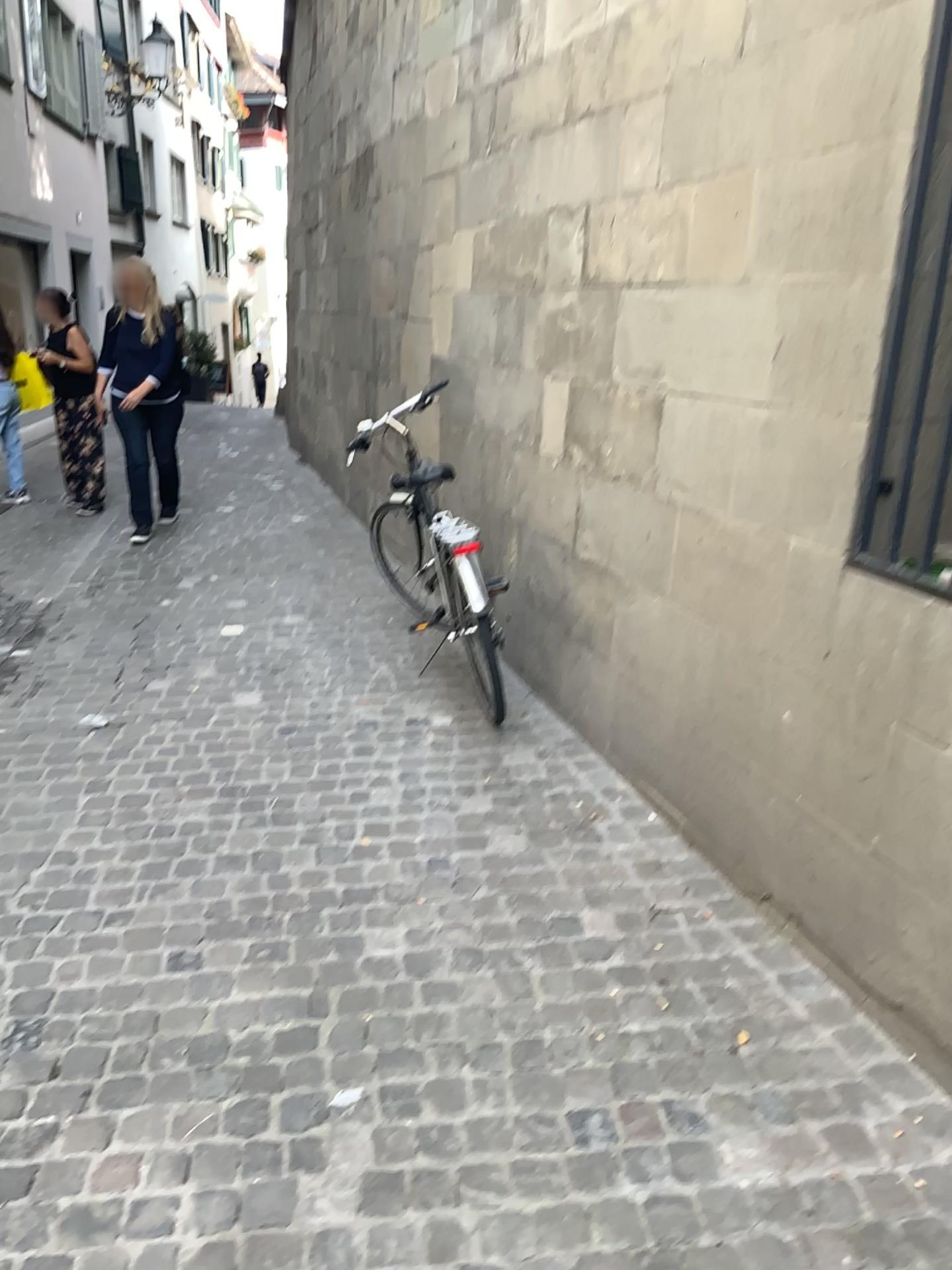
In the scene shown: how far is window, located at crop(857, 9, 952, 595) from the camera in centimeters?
210cm

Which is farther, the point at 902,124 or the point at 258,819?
the point at 258,819

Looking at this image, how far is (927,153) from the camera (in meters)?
2.10
